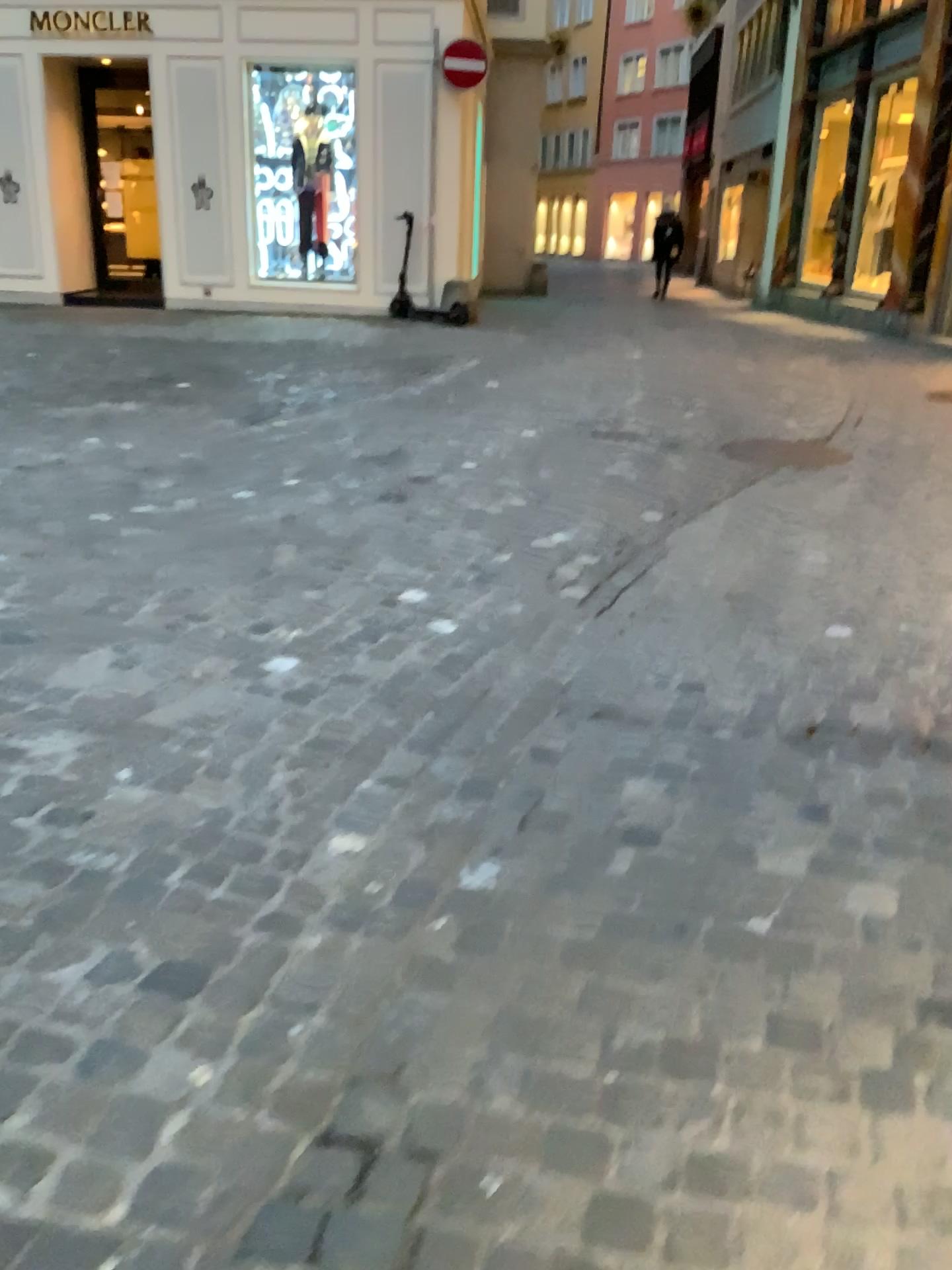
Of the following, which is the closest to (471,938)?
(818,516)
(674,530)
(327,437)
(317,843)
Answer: (317,843)
